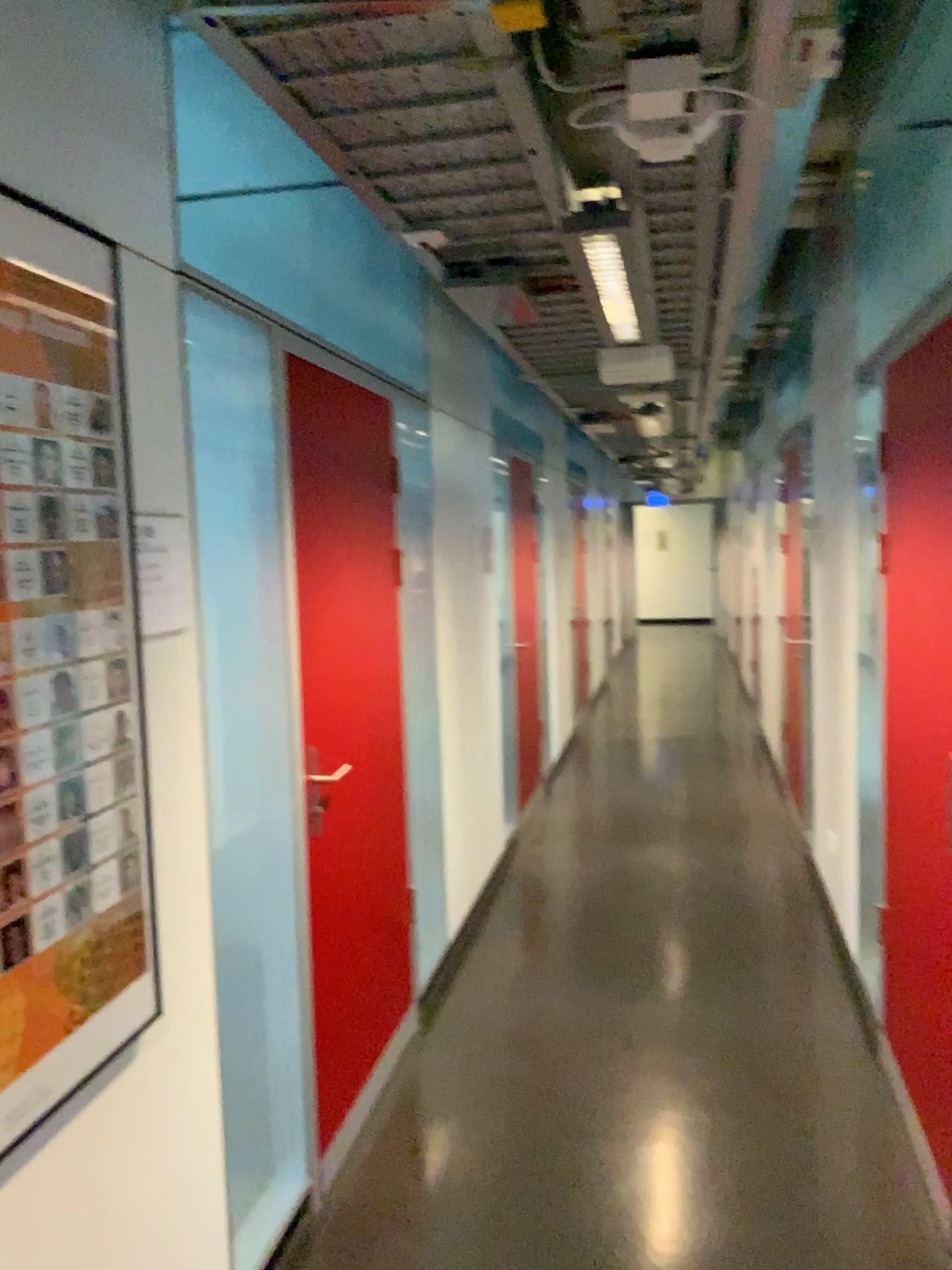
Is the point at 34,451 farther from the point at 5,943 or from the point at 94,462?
the point at 5,943

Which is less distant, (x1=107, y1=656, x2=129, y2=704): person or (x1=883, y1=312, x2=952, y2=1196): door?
(x1=107, y1=656, x2=129, y2=704): person

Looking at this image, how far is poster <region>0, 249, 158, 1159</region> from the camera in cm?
144

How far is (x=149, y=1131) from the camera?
1.8 meters

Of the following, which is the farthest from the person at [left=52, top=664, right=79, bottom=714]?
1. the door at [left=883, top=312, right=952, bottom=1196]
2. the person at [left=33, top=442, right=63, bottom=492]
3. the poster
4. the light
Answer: the door at [left=883, top=312, right=952, bottom=1196]

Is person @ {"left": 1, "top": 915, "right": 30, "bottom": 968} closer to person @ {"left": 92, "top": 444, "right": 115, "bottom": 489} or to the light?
person @ {"left": 92, "top": 444, "right": 115, "bottom": 489}

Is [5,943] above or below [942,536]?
below

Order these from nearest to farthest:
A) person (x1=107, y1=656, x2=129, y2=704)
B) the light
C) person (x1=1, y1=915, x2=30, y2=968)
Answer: person (x1=1, y1=915, x2=30, y2=968)
person (x1=107, y1=656, x2=129, y2=704)
the light

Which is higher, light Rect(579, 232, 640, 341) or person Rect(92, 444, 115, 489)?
light Rect(579, 232, 640, 341)

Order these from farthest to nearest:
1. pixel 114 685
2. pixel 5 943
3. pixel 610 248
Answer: pixel 610 248 < pixel 114 685 < pixel 5 943
